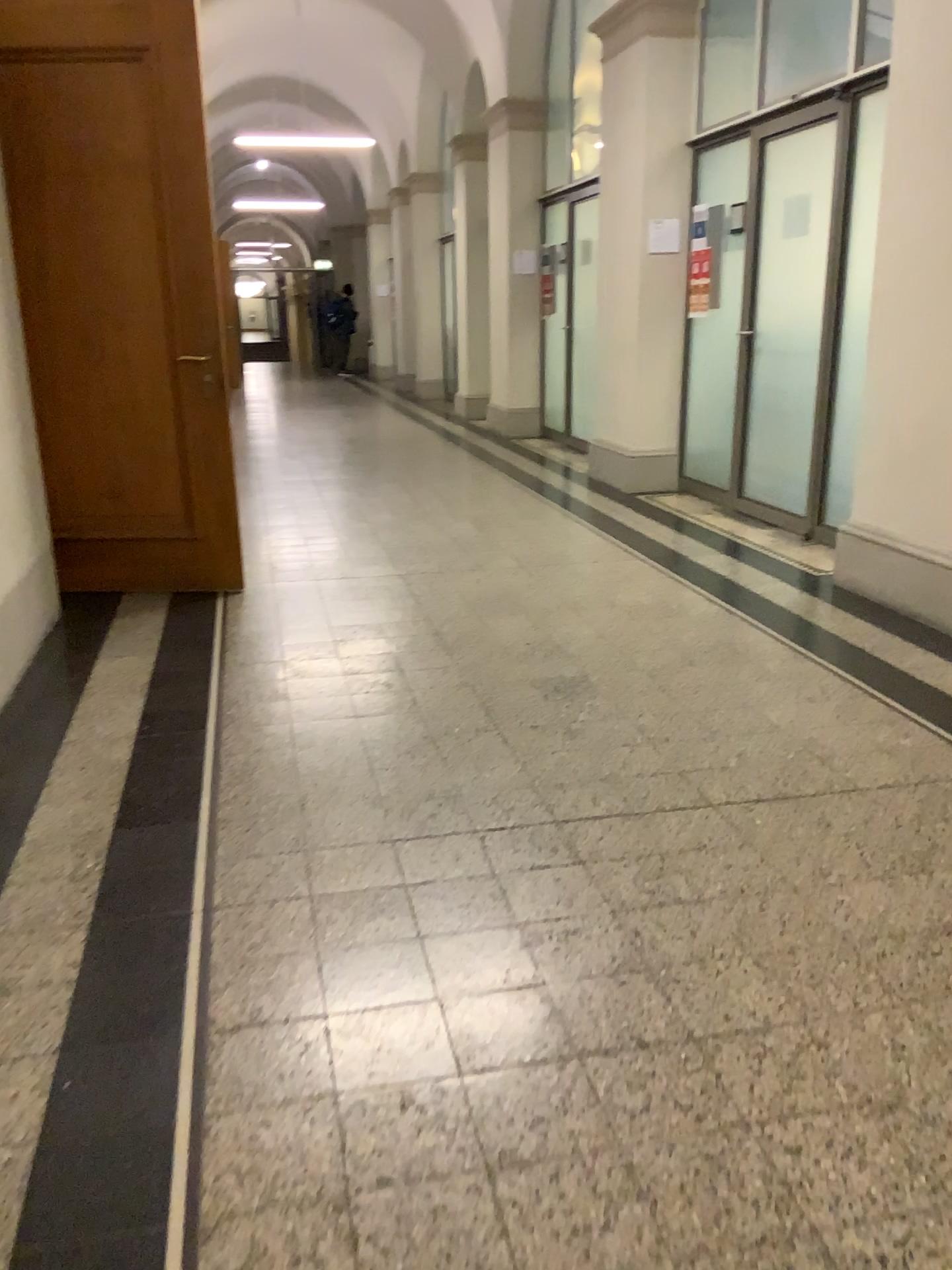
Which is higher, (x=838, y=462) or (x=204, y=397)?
(x=204, y=397)

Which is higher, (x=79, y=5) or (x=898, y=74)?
(x=79, y=5)
